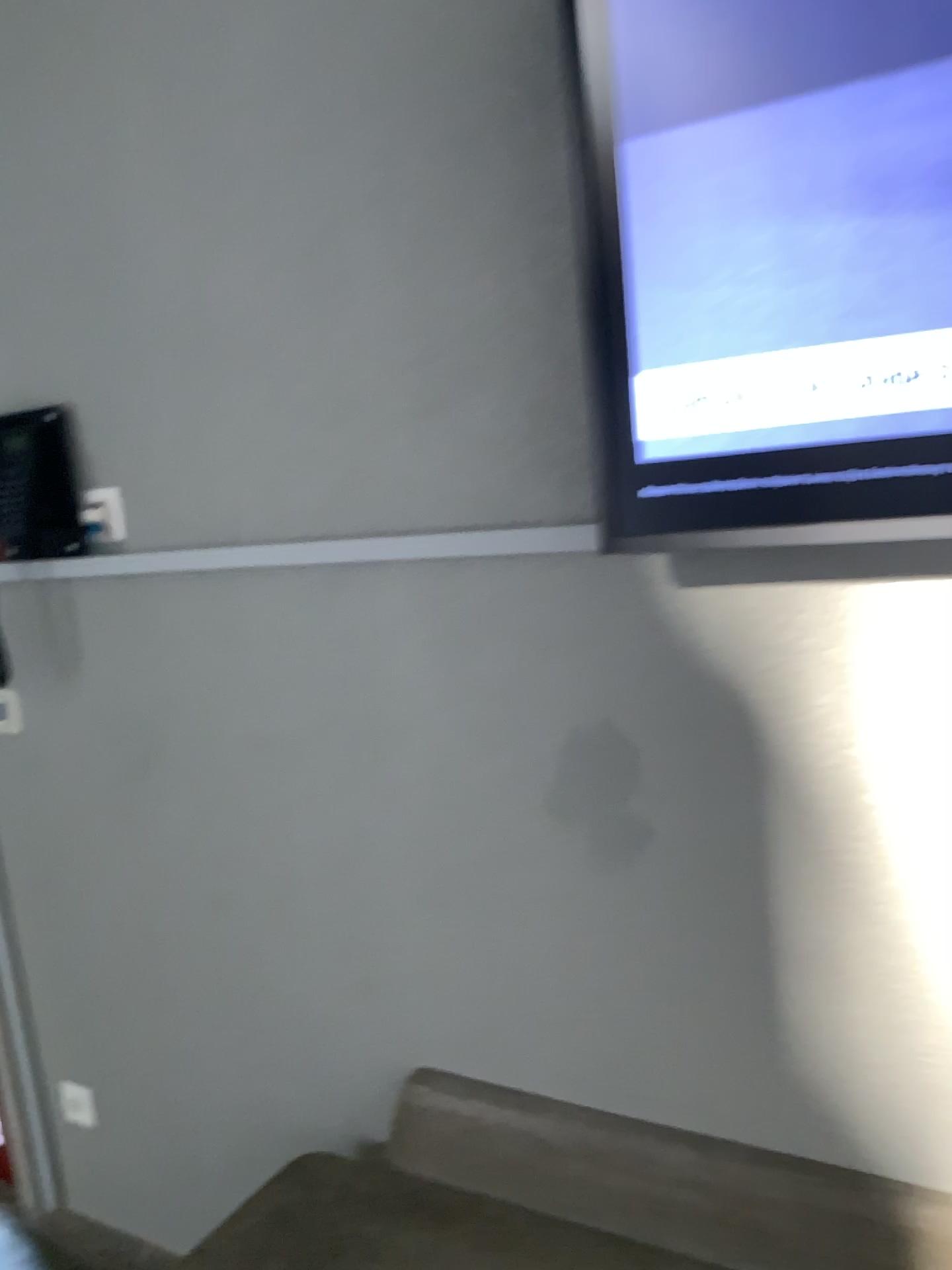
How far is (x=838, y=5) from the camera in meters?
1.0 m

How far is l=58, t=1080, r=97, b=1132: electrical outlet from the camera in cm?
215

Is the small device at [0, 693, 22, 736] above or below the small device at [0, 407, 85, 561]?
below

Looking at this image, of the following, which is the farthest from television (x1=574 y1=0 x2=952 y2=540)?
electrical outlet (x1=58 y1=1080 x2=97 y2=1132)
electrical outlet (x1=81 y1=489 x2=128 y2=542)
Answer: electrical outlet (x1=58 y1=1080 x2=97 y2=1132)

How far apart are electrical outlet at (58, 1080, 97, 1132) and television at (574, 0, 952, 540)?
1.7 meters

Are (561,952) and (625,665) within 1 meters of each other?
yes

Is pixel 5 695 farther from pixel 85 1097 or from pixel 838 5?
pixel 838 5

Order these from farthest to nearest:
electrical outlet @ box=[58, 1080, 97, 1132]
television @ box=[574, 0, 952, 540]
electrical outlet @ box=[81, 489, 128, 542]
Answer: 1. electrical outlet @ box=[58, 1080, 97, 1132]
2. electrical outlet @ box=[81, 489, 128, 542]
3. television @ box=[574, 0, 952, 540]

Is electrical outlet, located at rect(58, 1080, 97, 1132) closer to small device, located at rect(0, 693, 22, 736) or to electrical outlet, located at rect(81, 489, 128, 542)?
small device, located at rect(0, 693, 22, 736)

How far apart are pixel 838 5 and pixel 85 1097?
2.2 meters
